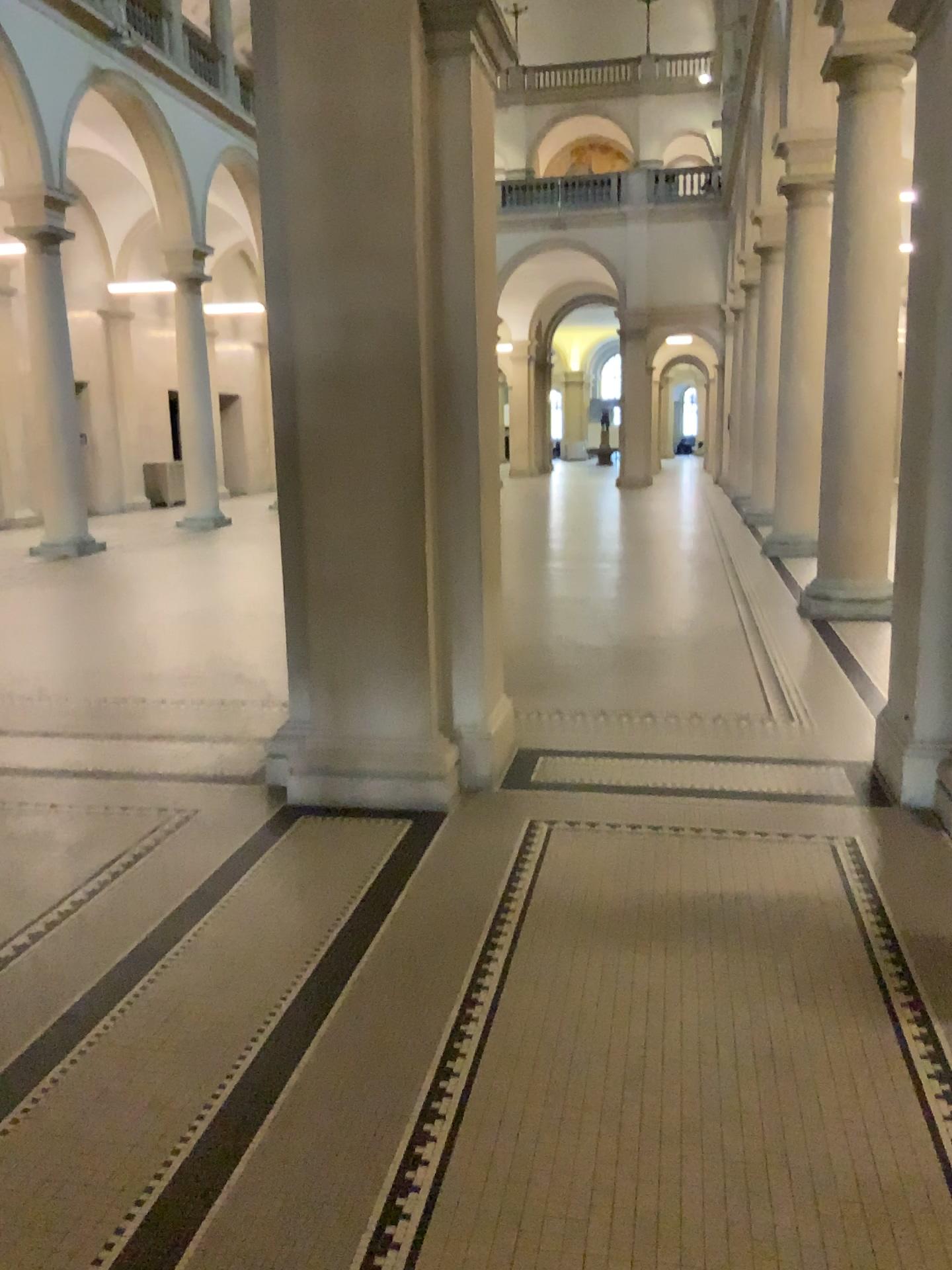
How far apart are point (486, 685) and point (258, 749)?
1.12m
